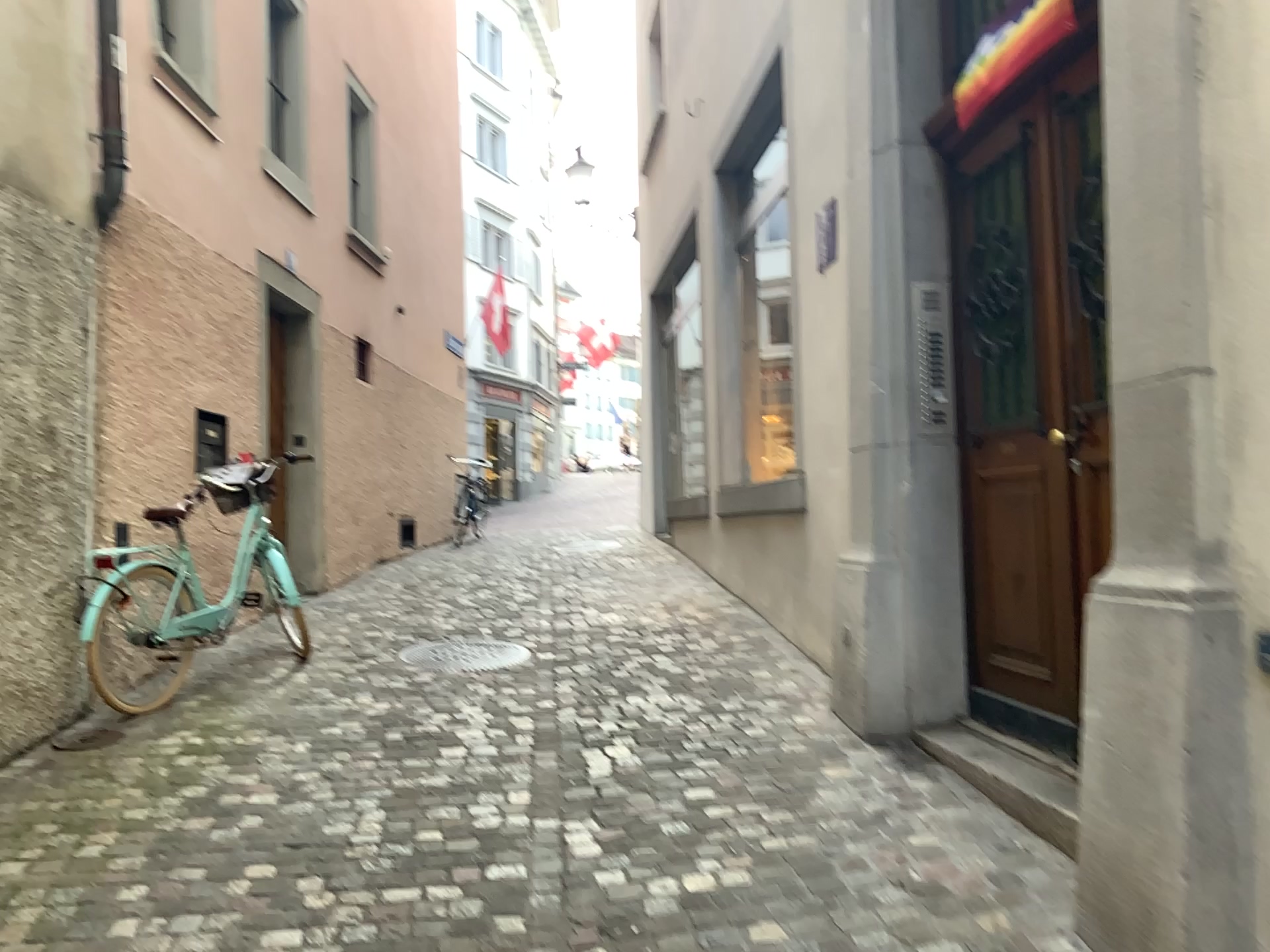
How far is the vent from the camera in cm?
409

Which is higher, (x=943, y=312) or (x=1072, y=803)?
(x=943, y=312)

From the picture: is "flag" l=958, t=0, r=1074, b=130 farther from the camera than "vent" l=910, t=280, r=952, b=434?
No

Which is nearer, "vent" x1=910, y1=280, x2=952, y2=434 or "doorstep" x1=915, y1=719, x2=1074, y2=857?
"doorstep" x1=915, y1=719, x2=1074, y2=857

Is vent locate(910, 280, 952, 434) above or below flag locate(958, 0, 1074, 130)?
below

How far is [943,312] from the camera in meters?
4.1 m

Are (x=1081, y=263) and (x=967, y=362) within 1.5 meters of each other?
yes

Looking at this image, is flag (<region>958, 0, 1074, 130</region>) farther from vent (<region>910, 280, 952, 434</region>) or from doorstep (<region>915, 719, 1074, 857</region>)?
doorstep (<region>915, 719, 1074, 857</region>)

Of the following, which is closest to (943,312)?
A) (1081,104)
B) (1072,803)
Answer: (1081,104)

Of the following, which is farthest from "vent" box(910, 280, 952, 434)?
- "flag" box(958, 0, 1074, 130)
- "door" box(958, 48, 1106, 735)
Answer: "flag" box(958, 0, 1074, 130)
